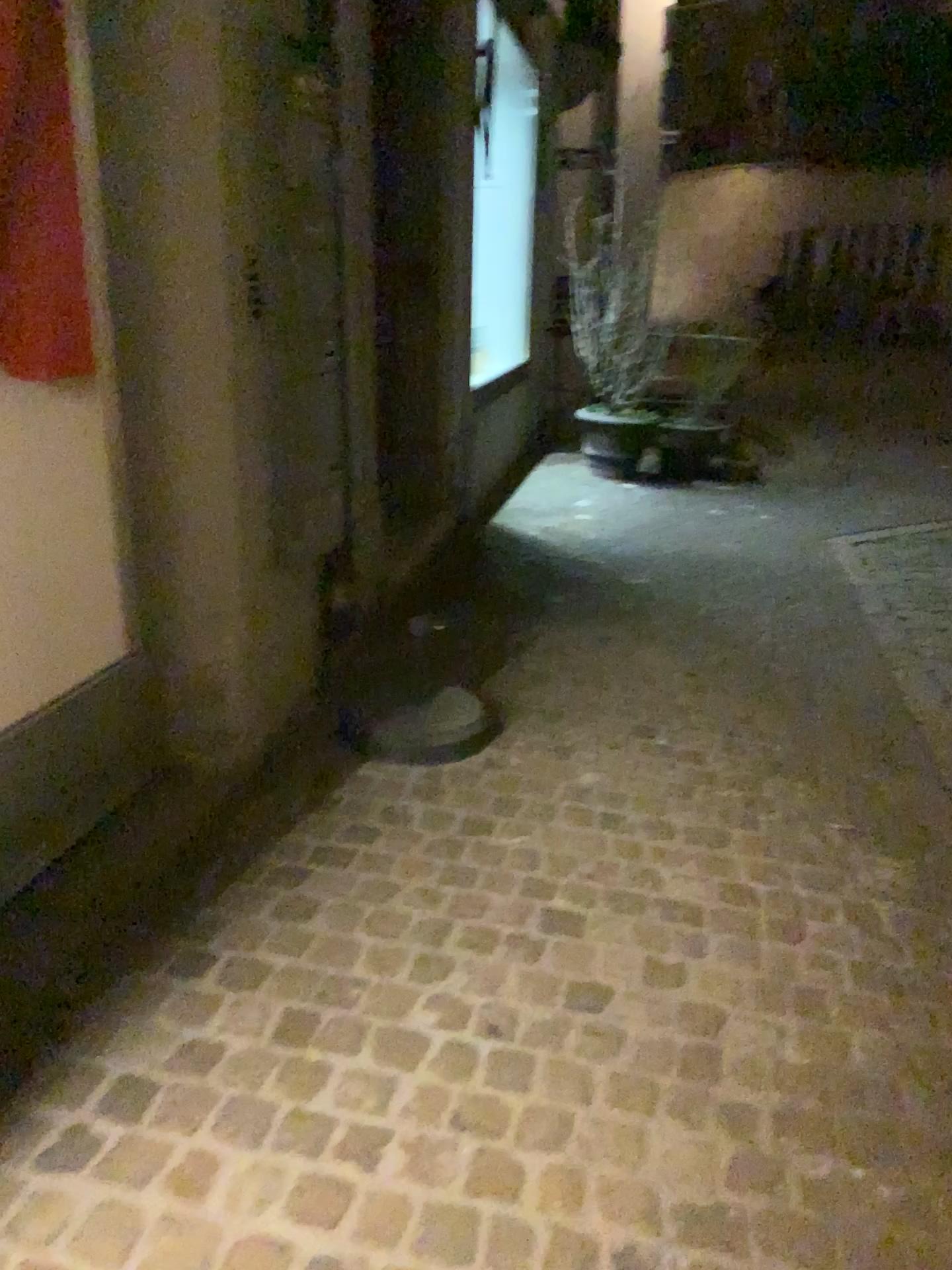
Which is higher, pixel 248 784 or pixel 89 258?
pixel 89 258
